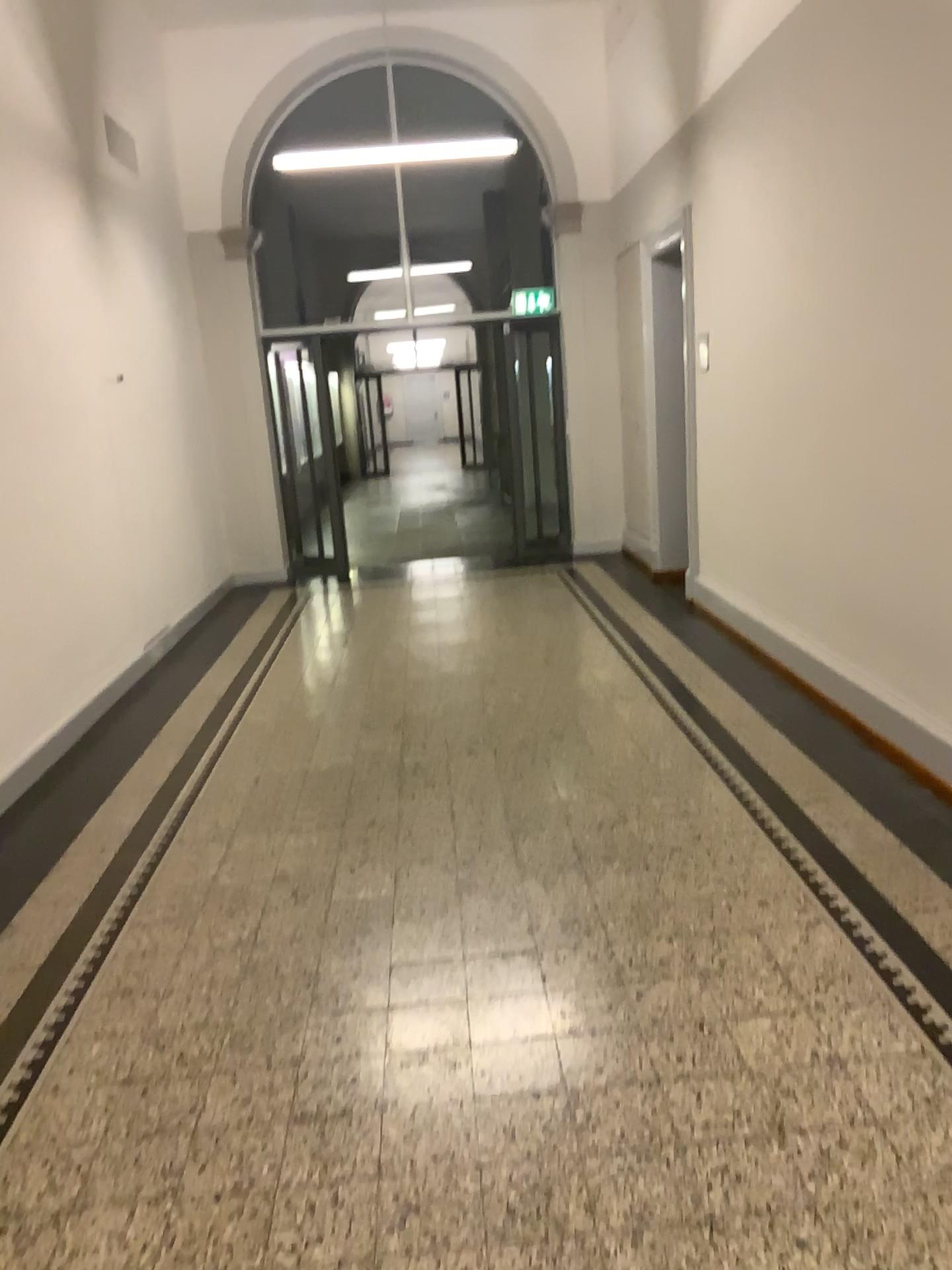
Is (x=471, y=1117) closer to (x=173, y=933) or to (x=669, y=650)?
(x=173, y=933)
